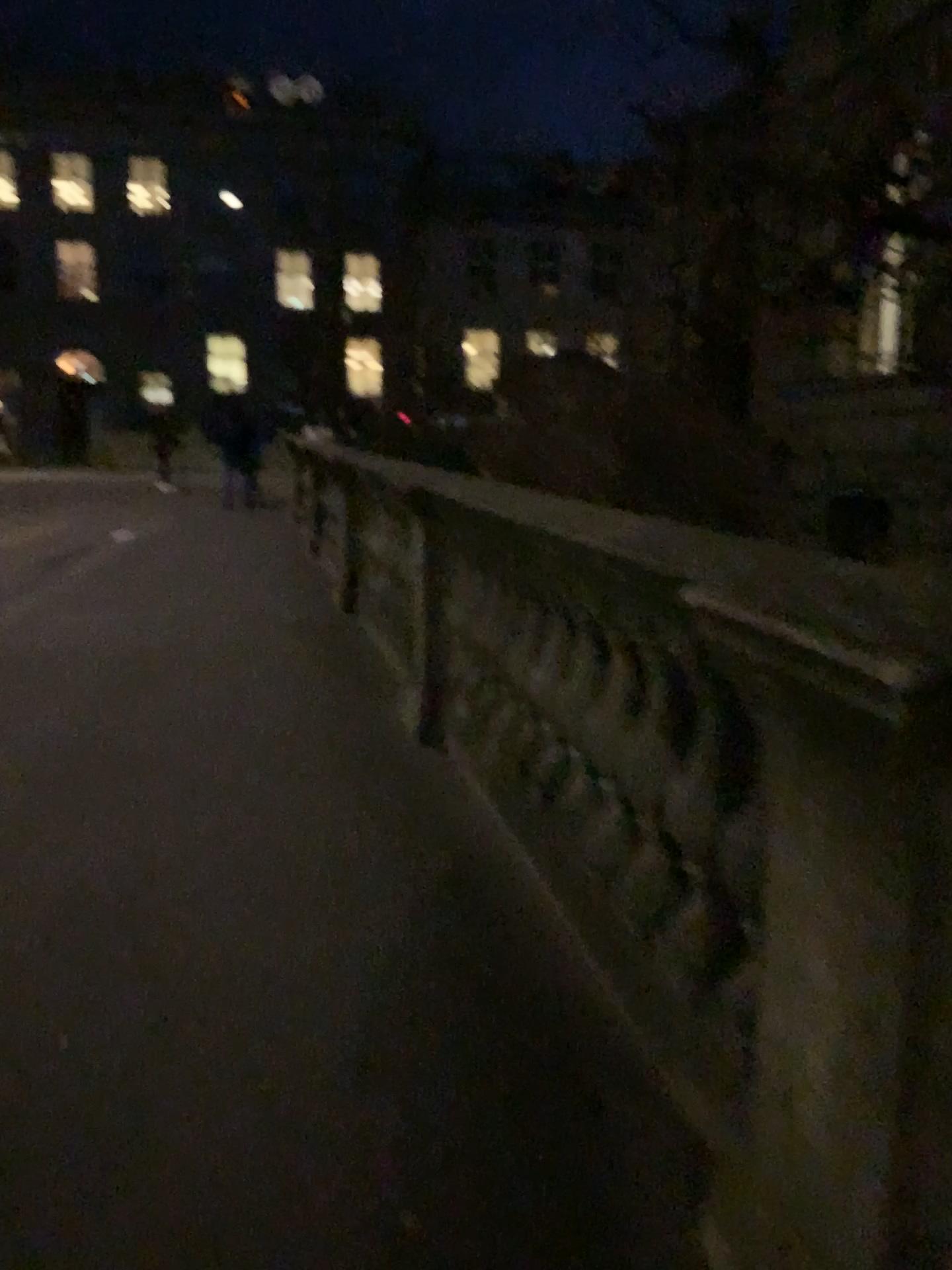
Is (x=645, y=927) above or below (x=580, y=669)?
below
